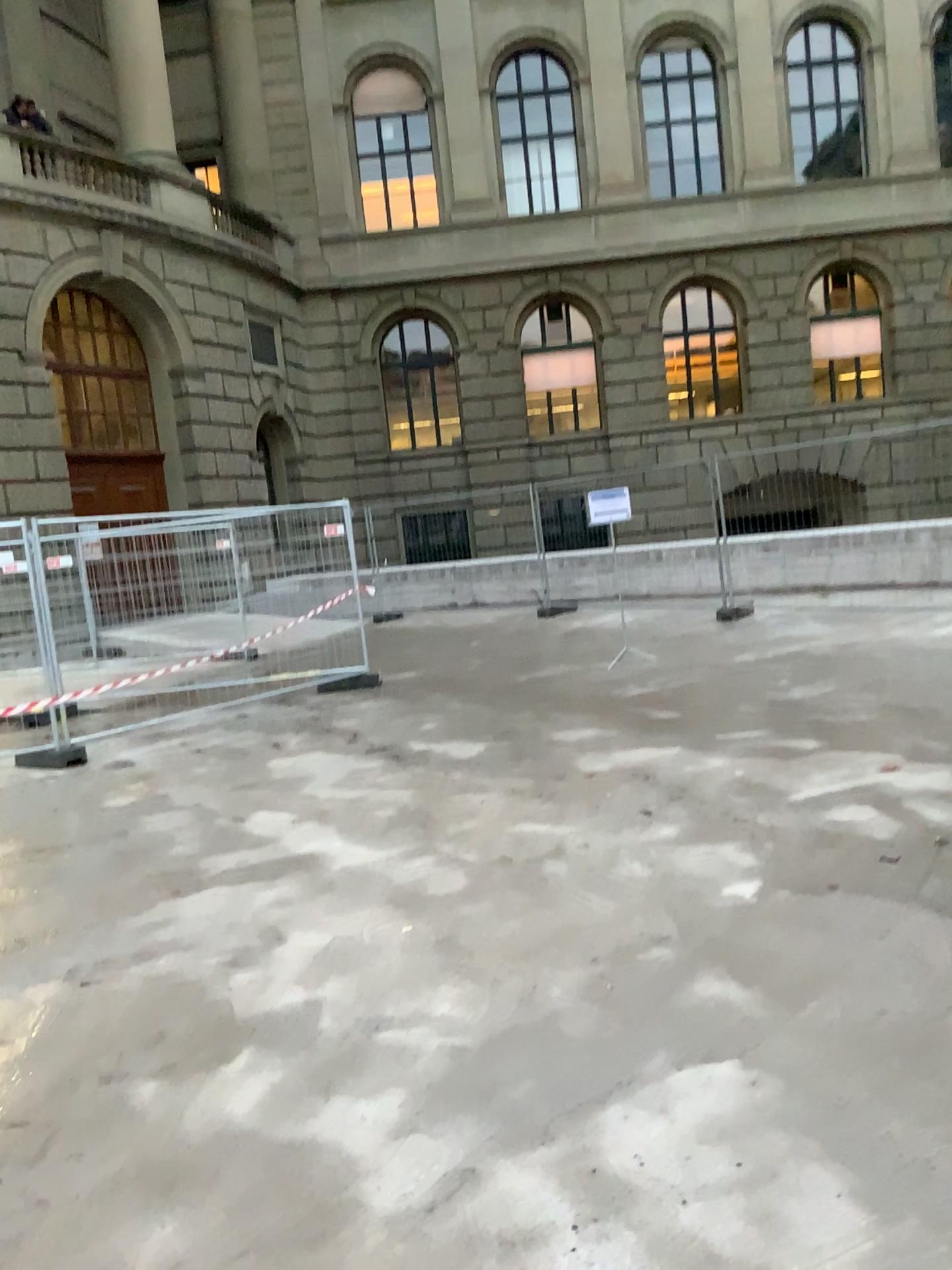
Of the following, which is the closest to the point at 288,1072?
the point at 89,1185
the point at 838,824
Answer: the point at 89,1185
